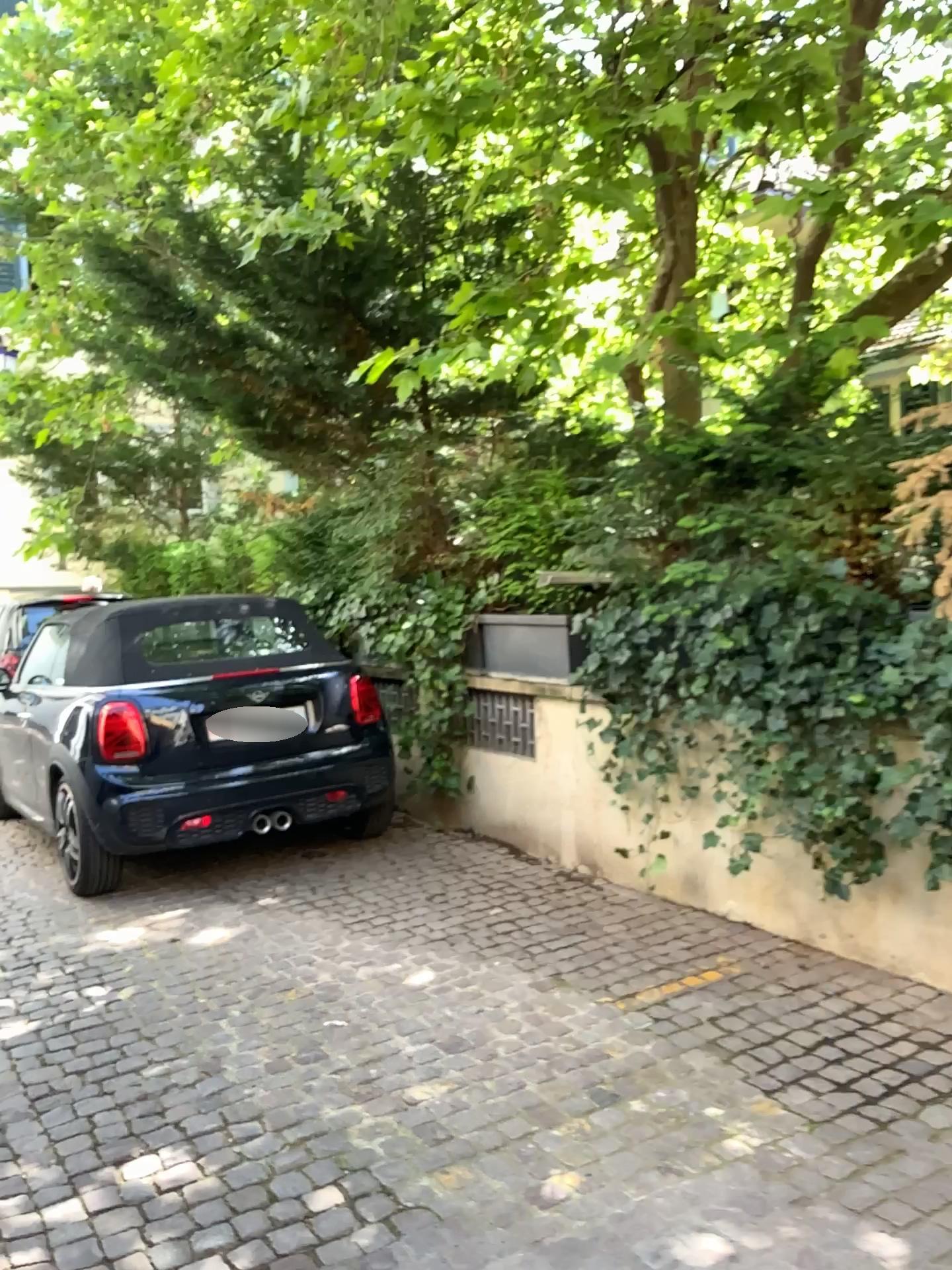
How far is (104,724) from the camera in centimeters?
495cm

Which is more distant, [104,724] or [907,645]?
[104,724]

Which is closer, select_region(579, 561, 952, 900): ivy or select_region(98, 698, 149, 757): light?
select_region(579, 561, 952, 900): ivy

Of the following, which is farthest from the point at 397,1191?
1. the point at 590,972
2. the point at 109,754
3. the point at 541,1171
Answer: the point at 109,754

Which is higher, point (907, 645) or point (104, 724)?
point (907, 645)

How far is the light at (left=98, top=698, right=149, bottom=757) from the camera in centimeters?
495cm
